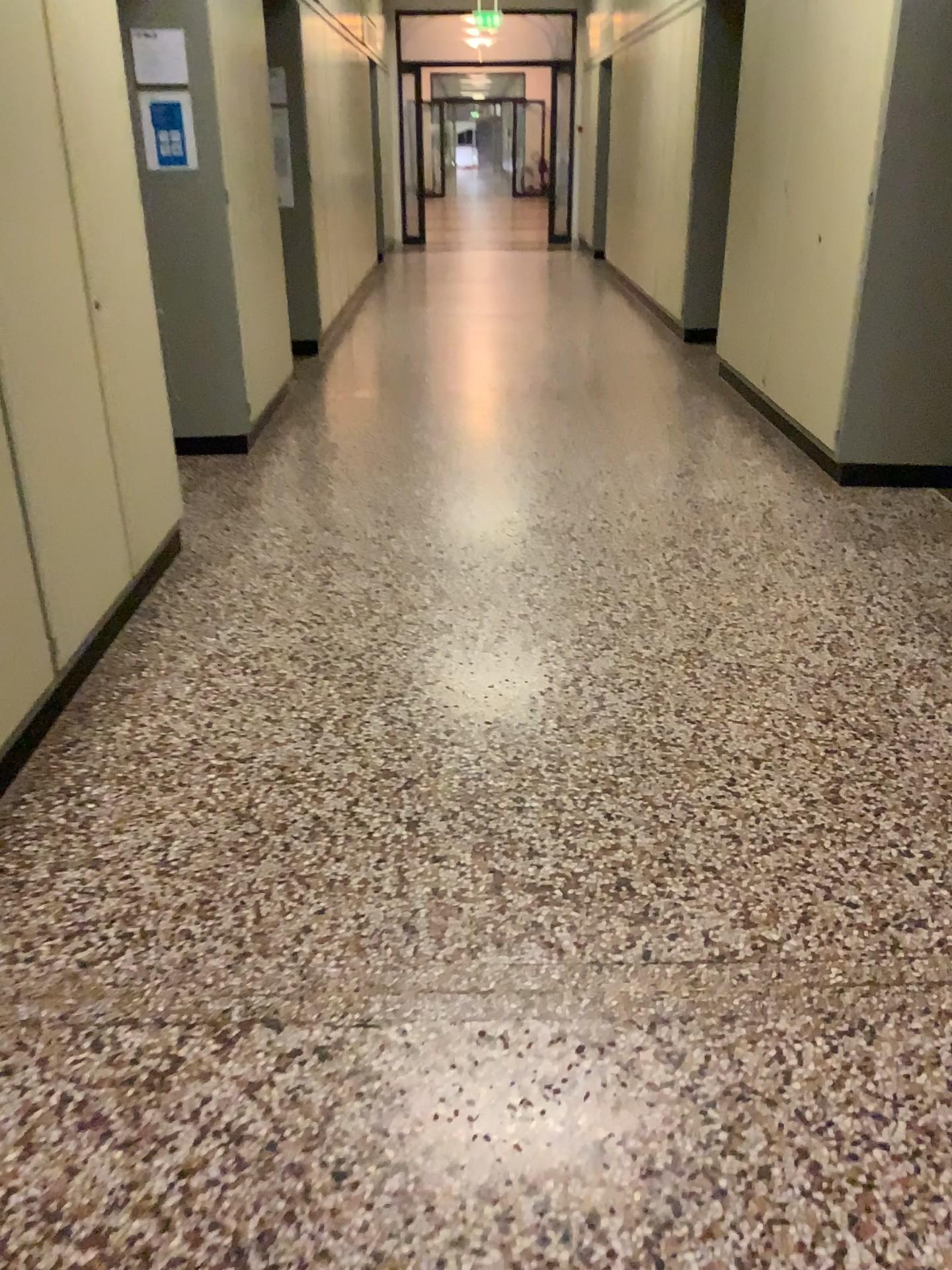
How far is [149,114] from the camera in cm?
439

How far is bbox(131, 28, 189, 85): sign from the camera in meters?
4.3

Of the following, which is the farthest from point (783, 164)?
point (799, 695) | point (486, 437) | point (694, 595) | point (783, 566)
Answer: point (799, 695)

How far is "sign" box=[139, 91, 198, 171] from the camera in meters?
4.4 m

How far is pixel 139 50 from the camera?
4.26m
